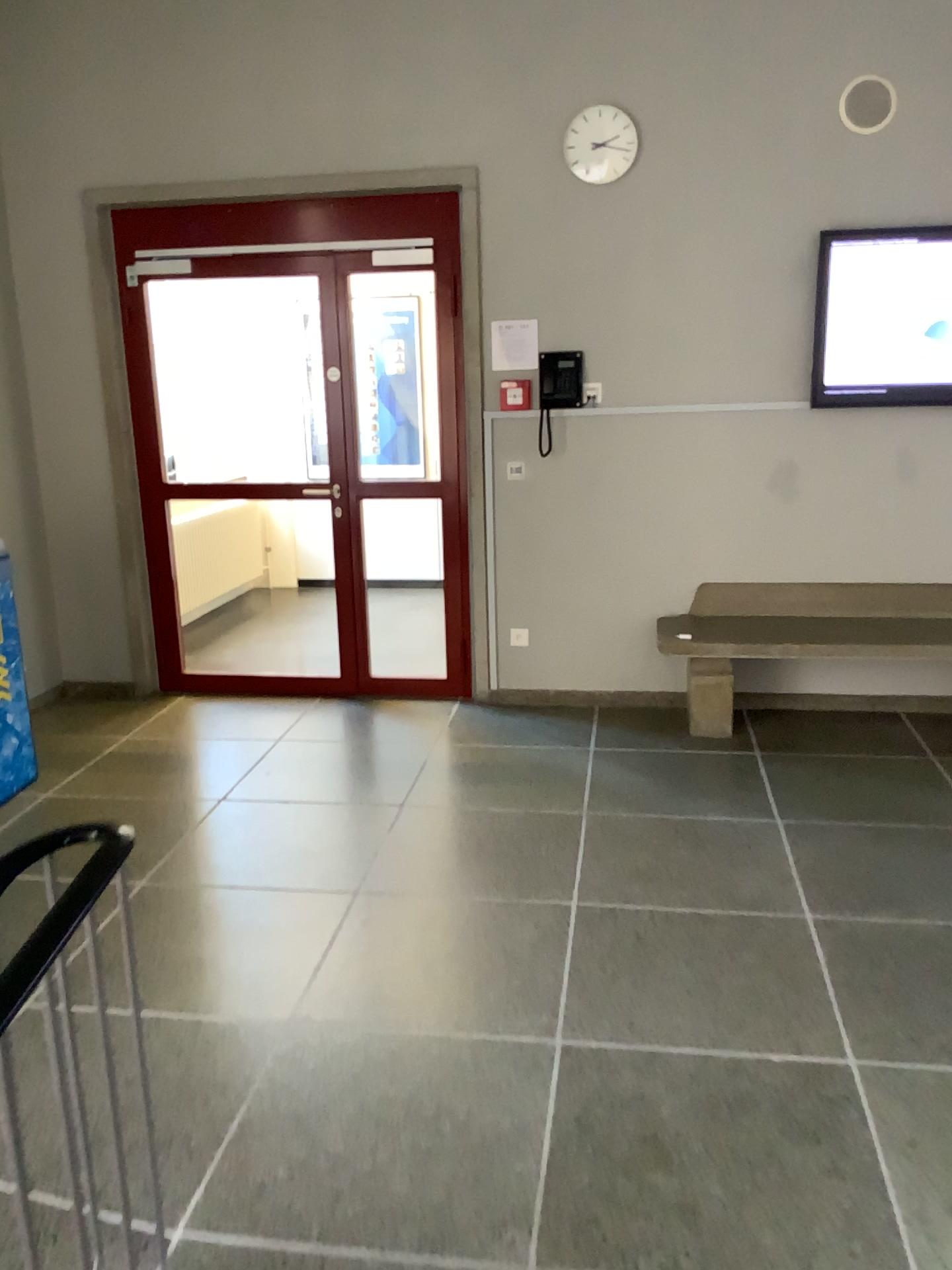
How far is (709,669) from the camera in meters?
4.6

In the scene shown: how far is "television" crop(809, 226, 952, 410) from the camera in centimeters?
441cm

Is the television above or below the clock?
below

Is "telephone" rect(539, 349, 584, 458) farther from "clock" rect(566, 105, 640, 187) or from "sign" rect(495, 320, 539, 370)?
"clock" rect(566, 105, 640, 187)

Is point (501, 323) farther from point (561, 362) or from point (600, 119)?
point (600, 119)

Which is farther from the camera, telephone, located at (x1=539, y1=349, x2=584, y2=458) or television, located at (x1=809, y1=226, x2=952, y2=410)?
telephone, located at (x1=539, y1=349, x2=584, y2=458)

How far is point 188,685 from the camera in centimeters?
526cm

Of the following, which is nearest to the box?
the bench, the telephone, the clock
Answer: the telephone

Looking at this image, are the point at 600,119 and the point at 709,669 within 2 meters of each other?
no

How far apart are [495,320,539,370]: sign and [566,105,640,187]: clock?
0.66m
